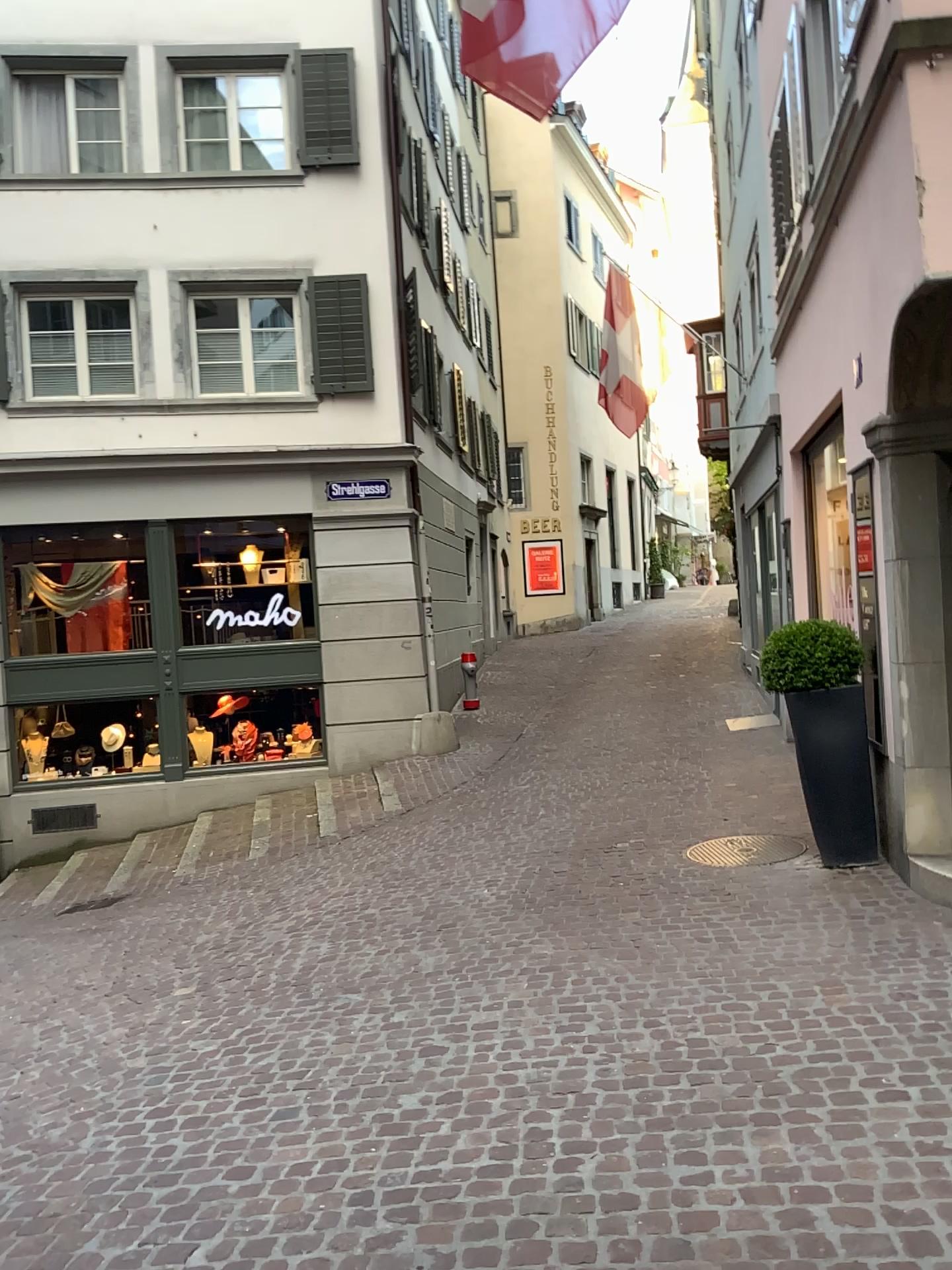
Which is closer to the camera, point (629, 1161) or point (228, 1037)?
point (629, 1161)
